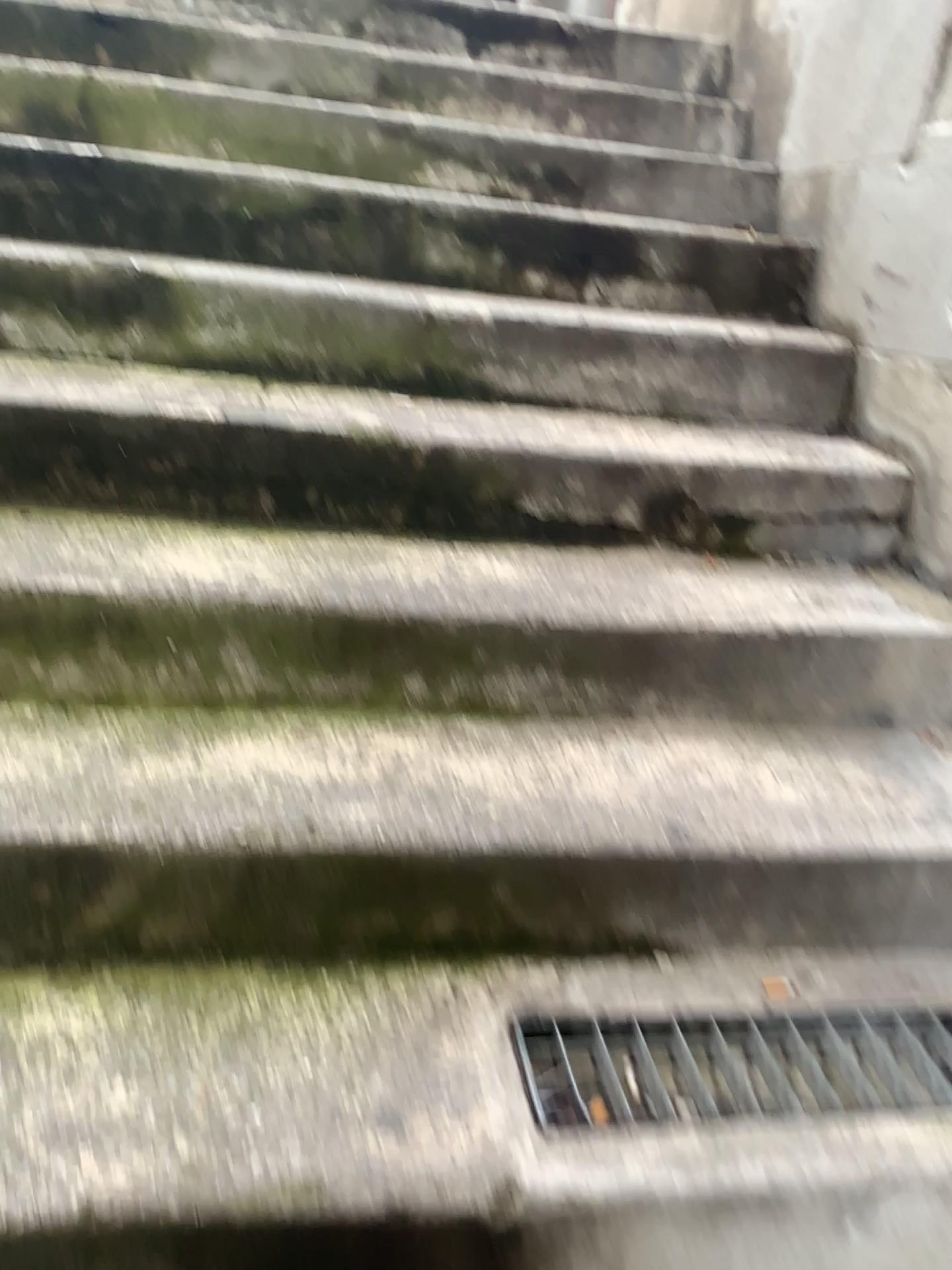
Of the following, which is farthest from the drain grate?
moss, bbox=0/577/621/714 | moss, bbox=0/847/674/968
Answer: moss, bbox=0/577/621/714

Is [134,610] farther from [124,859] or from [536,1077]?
[536,1077]

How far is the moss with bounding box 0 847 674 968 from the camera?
1.1 meters

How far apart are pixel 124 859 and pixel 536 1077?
0.5m

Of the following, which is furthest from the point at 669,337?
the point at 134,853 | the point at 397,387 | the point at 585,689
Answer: the point at 134,853

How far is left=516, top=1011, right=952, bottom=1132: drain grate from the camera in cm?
104

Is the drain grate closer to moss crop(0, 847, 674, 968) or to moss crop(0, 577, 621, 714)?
moss crop(0, 847, 674, 968)

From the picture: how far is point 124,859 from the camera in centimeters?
107cm
